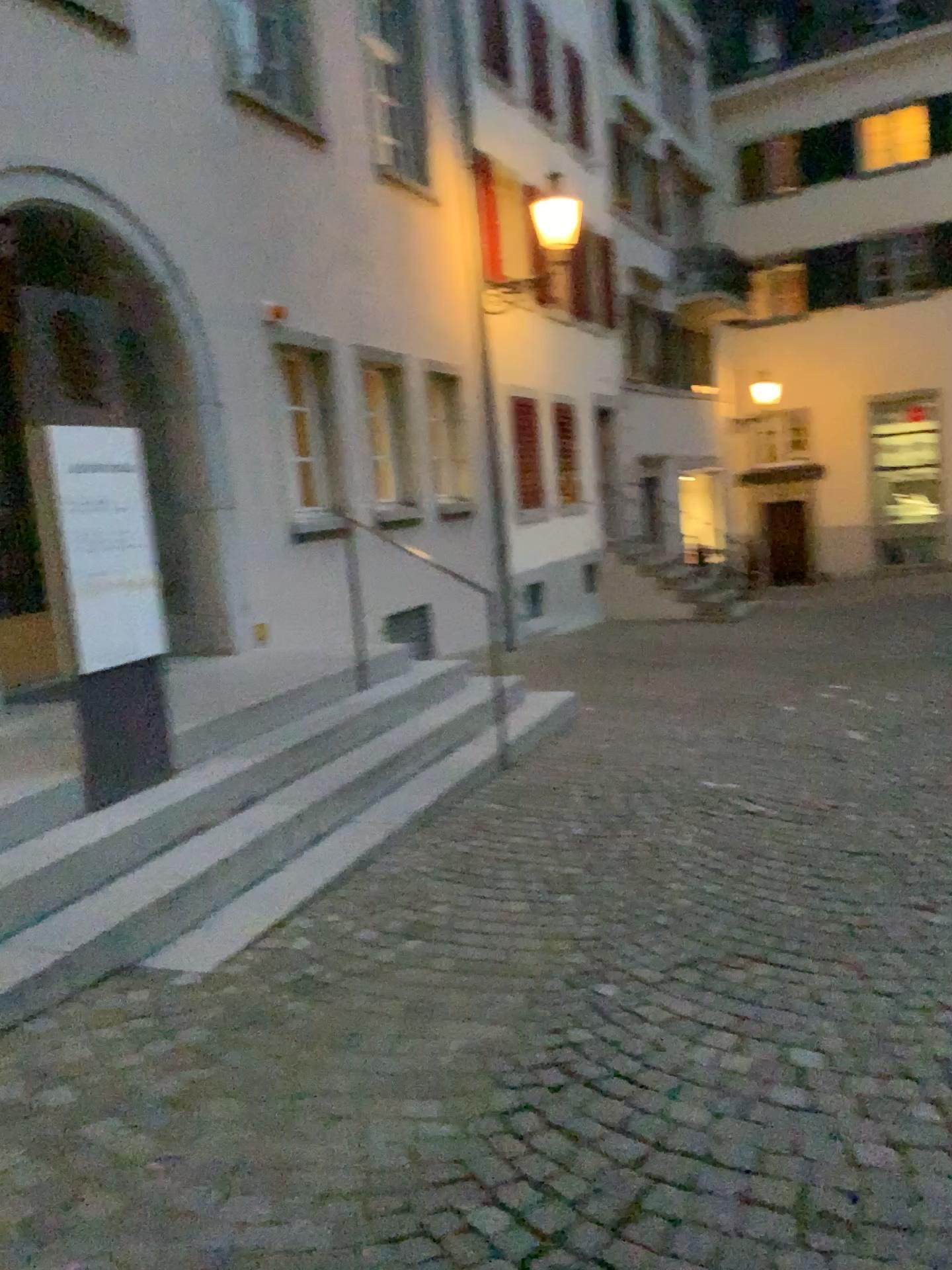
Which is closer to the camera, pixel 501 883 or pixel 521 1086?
pixel 521 1086
